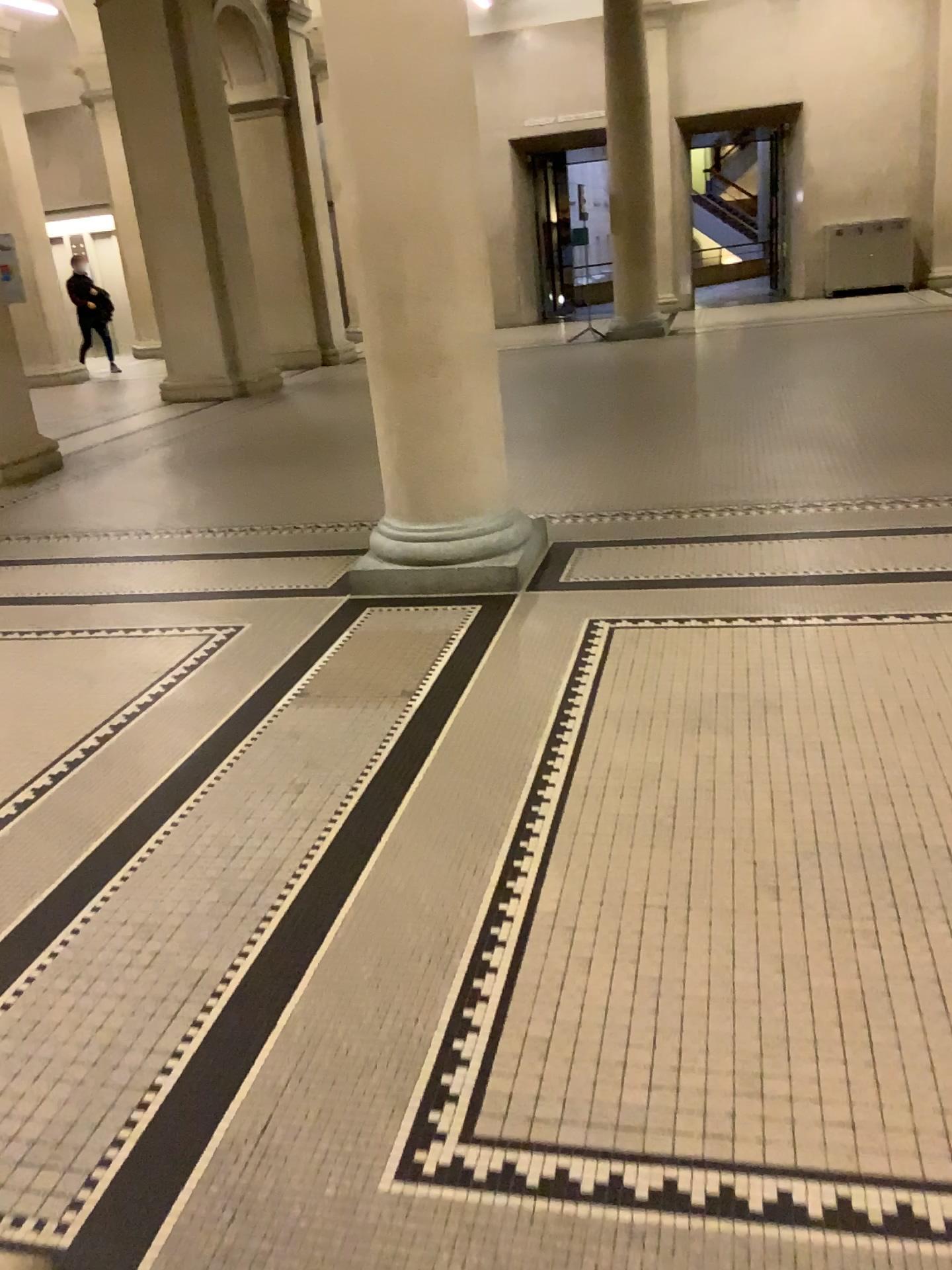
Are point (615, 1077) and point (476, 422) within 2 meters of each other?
no
